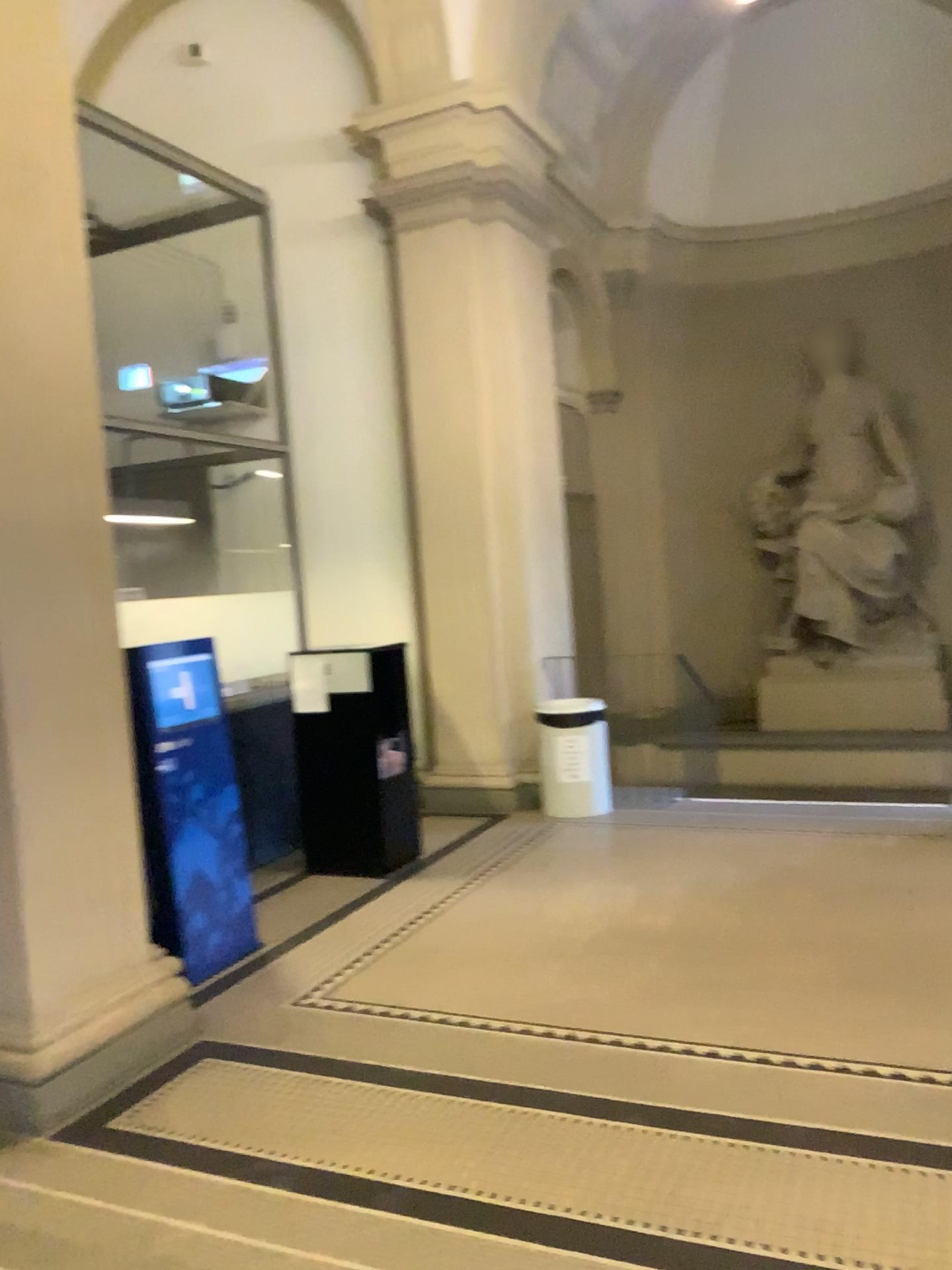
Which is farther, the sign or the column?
the sign

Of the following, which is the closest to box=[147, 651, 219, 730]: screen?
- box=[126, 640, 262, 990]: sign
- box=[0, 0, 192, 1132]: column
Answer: box=[126, 640, 262, 990]: sign

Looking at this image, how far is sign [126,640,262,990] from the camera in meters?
4.3

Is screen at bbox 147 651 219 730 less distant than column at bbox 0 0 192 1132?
No

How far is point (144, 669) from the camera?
4.34m

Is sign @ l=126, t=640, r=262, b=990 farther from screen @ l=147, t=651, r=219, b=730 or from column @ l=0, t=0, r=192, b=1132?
column @ l=0, t=0, r=192, b=1132

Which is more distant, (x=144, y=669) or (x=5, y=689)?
(x=144, y=669)

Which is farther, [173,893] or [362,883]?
[362,883]

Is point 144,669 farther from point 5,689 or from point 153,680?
point 5,689

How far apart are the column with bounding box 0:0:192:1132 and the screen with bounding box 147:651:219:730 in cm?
73
